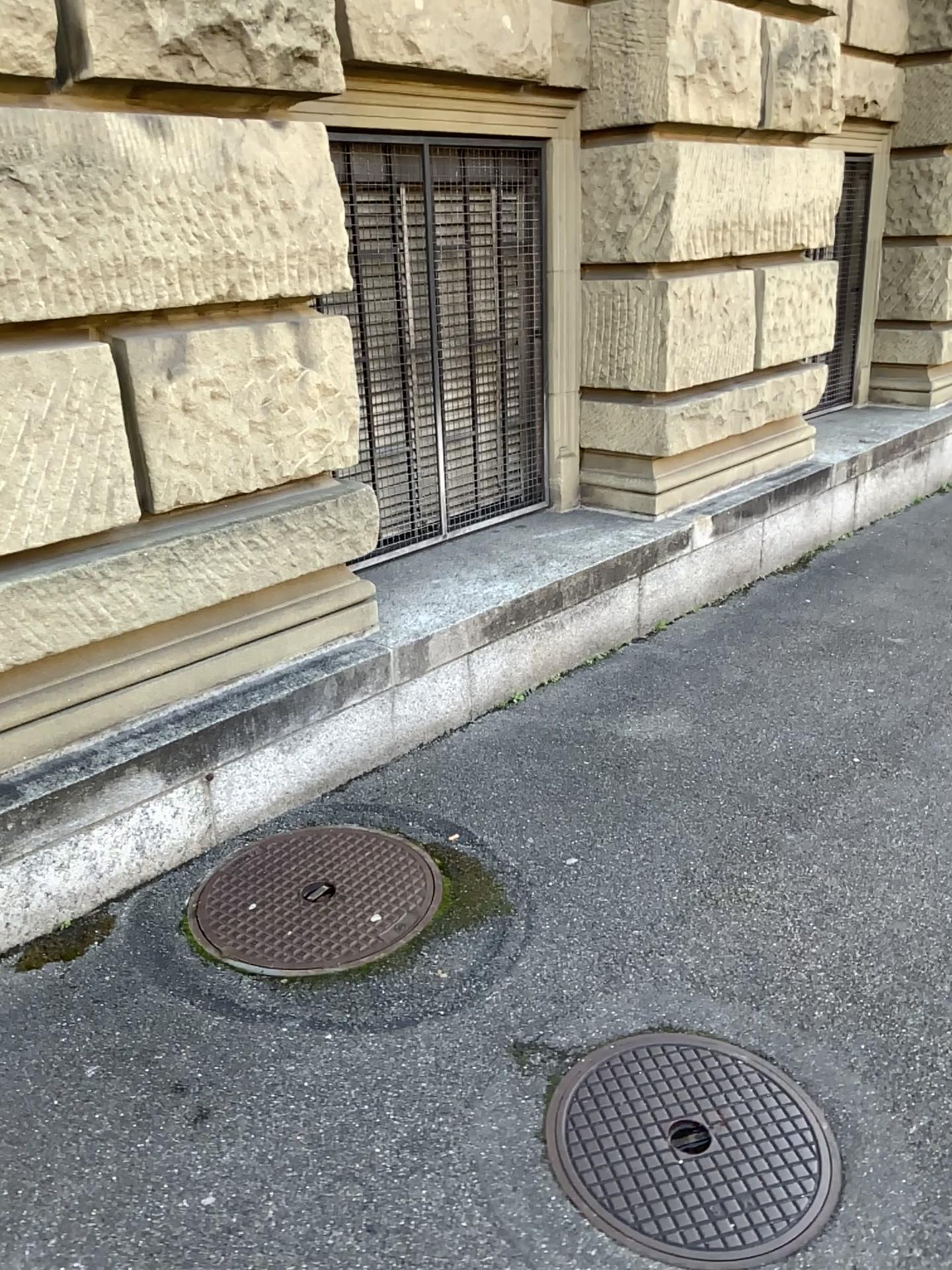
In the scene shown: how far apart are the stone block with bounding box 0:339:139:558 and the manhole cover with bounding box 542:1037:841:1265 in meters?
1.7

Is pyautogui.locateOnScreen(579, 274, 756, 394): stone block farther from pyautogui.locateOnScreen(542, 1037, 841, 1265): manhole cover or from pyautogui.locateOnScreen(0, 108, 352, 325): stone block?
pyautogui.locateOnScreen(542, 1037, 841, 1265): manhole cover

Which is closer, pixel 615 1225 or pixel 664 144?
pixel 615 1225

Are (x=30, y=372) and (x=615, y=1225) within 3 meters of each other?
yes

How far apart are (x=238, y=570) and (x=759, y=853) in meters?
1.6

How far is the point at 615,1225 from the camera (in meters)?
1.82

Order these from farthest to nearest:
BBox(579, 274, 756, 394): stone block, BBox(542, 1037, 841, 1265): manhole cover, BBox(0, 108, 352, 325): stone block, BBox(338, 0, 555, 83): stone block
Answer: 1. BBox(579, 274, 756, 394): stone block
2. BBox(338, 0, 555, 83): stone block
3. BBox(0, 108, 352, 325): stone block
4. BBox(542, 1037, 841, 1265): manhole cover

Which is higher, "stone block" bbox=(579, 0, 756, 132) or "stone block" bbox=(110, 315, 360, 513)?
"stone block" bbox=(579, 0, 756, 132)

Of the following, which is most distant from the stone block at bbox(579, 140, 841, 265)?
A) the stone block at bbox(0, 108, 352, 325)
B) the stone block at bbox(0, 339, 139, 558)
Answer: the stone block at bbox(0, 339, 139, 558)

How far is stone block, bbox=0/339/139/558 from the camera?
2.38m
